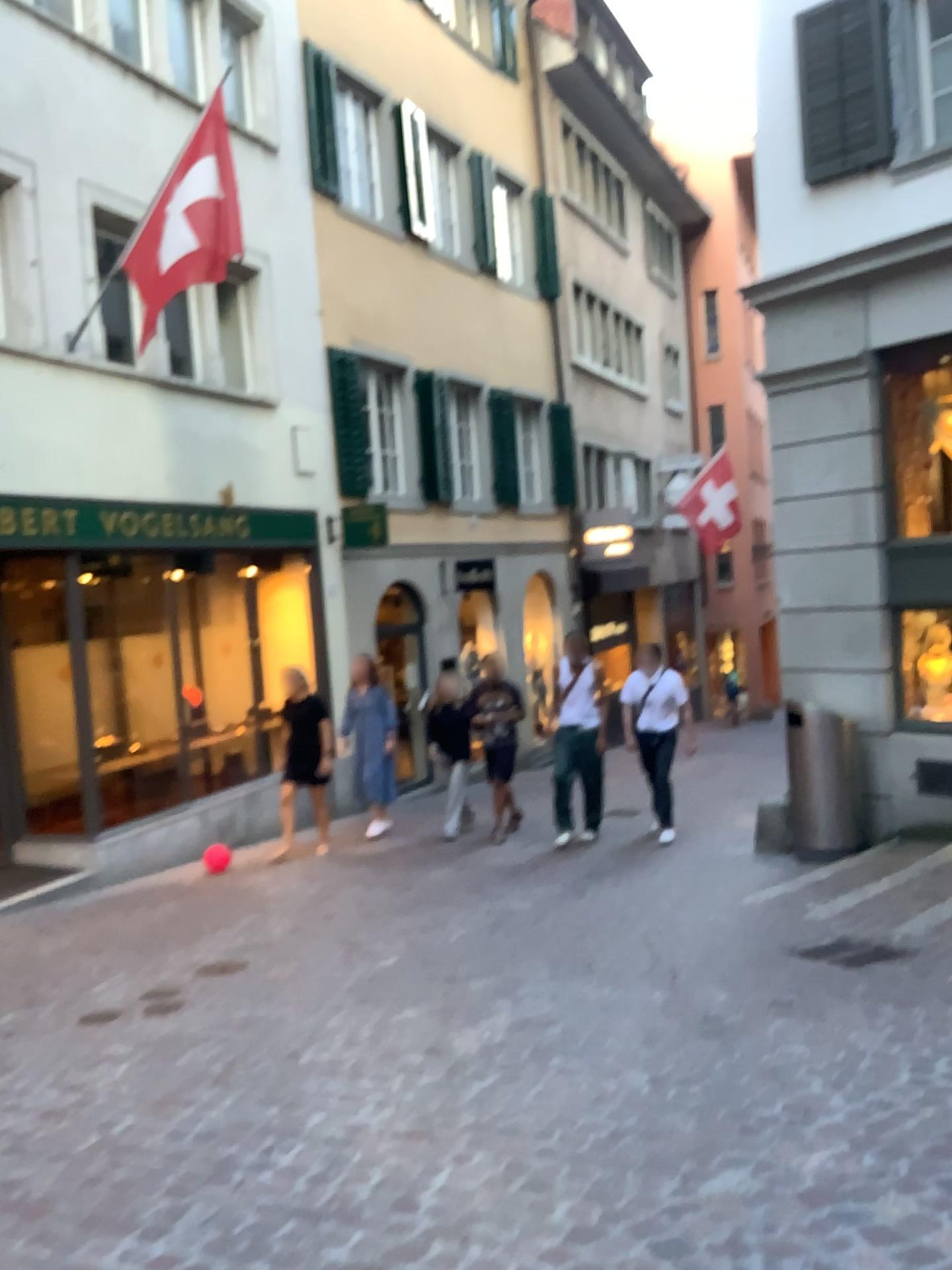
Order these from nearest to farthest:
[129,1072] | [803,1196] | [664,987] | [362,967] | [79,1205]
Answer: [803,1196] < [79,1205] < [129,1072] < [664,987] < [362,967]
